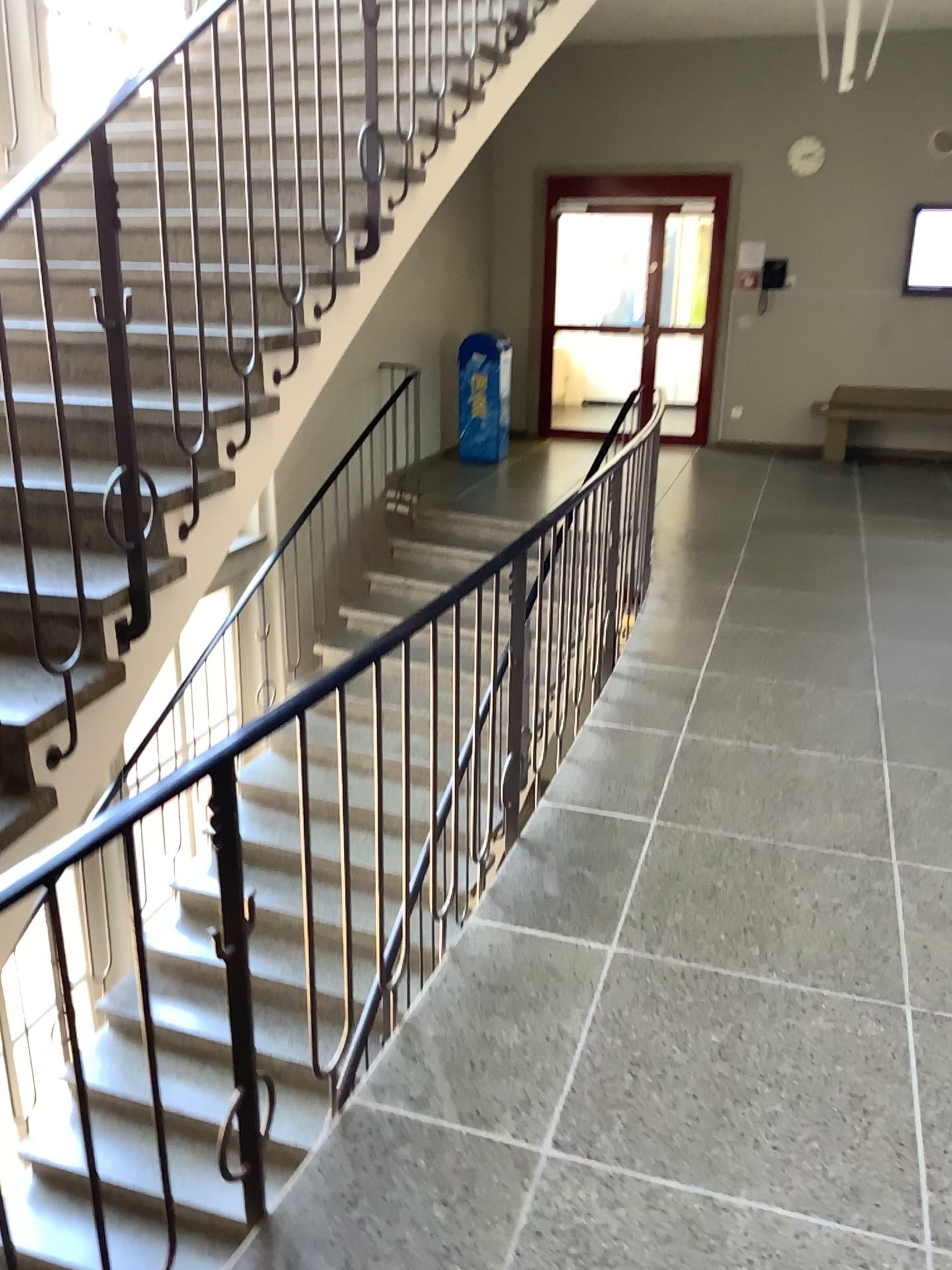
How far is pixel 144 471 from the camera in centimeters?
251cm
